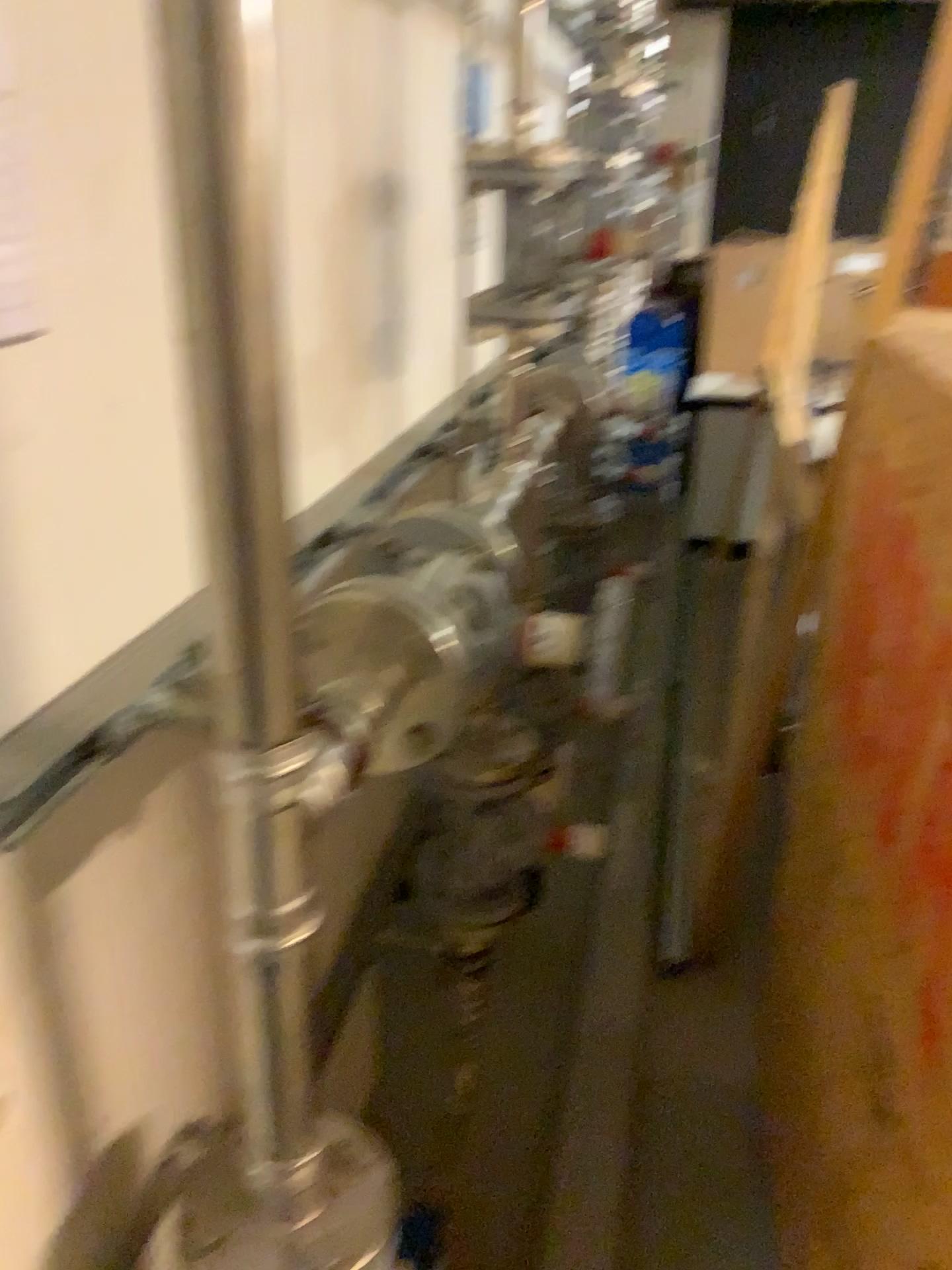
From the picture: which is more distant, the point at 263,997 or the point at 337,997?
the point at 337,997

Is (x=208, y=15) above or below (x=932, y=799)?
above
